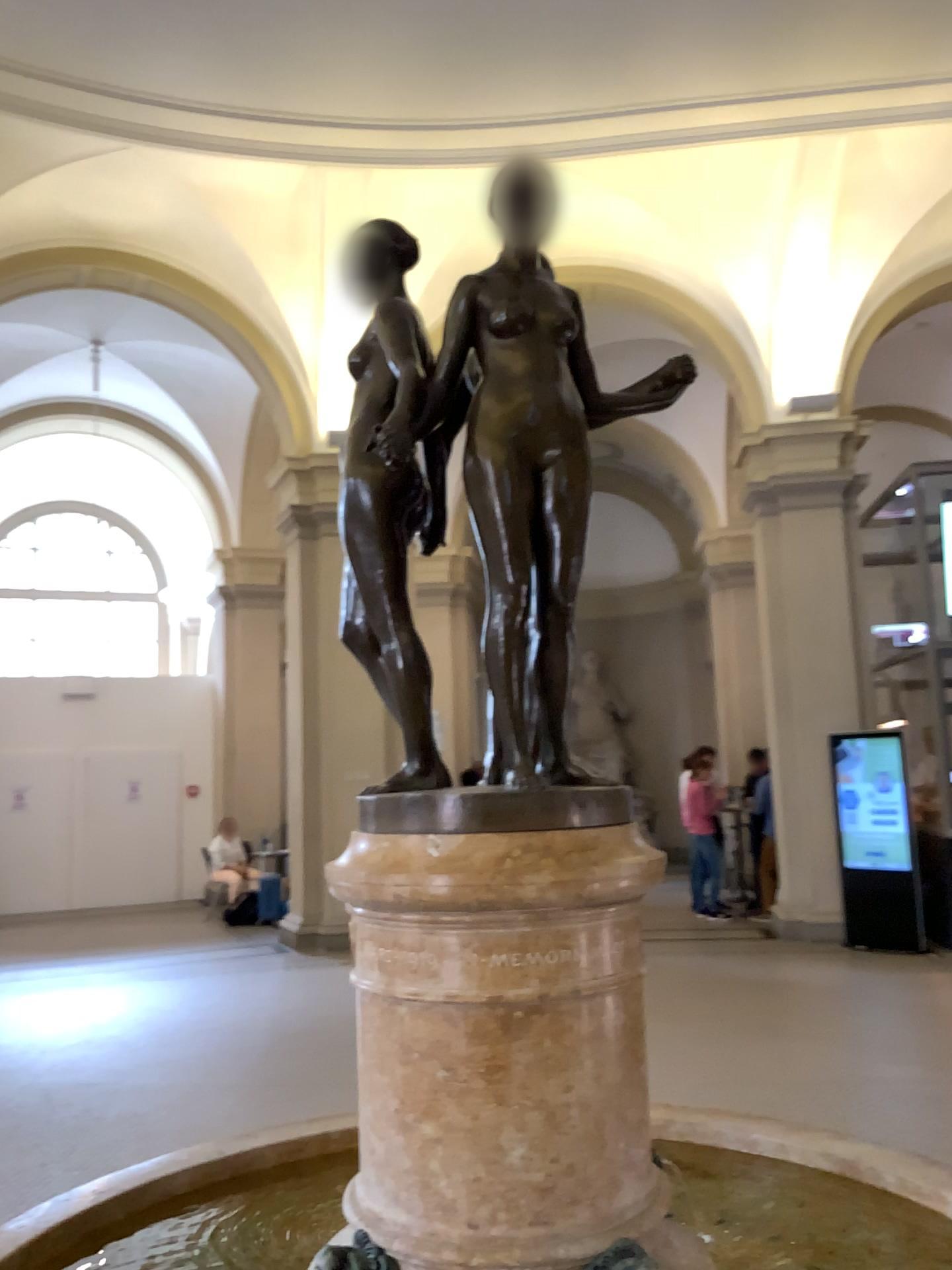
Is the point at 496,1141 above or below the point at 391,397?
below

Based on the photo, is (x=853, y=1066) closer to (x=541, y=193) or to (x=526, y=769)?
(x=526, y=769)

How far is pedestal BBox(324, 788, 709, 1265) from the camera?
1.44m

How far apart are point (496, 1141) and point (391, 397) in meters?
1.1 m

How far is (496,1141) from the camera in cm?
144

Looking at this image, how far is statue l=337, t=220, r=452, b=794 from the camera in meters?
1.7
